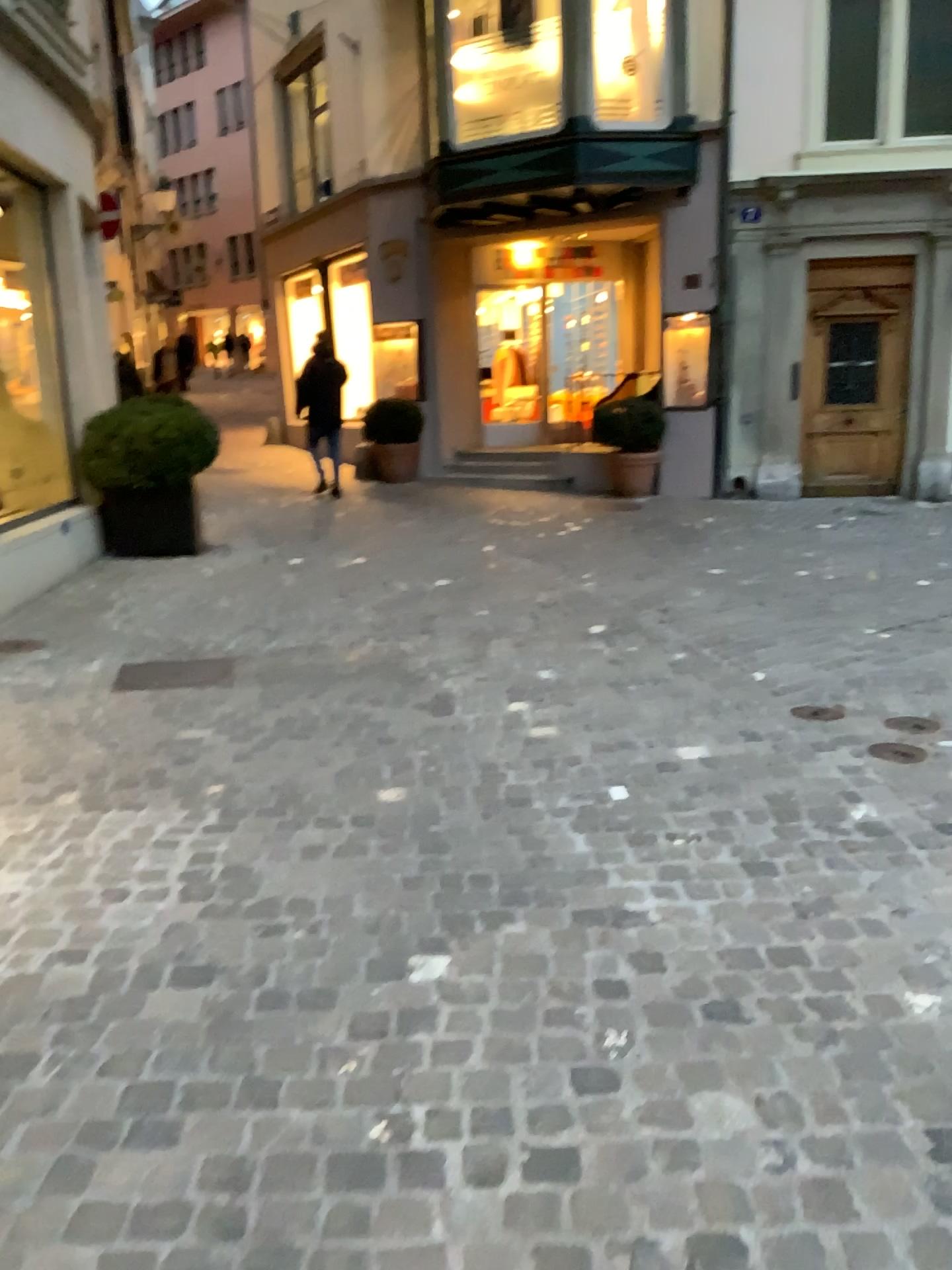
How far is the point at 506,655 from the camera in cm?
501
